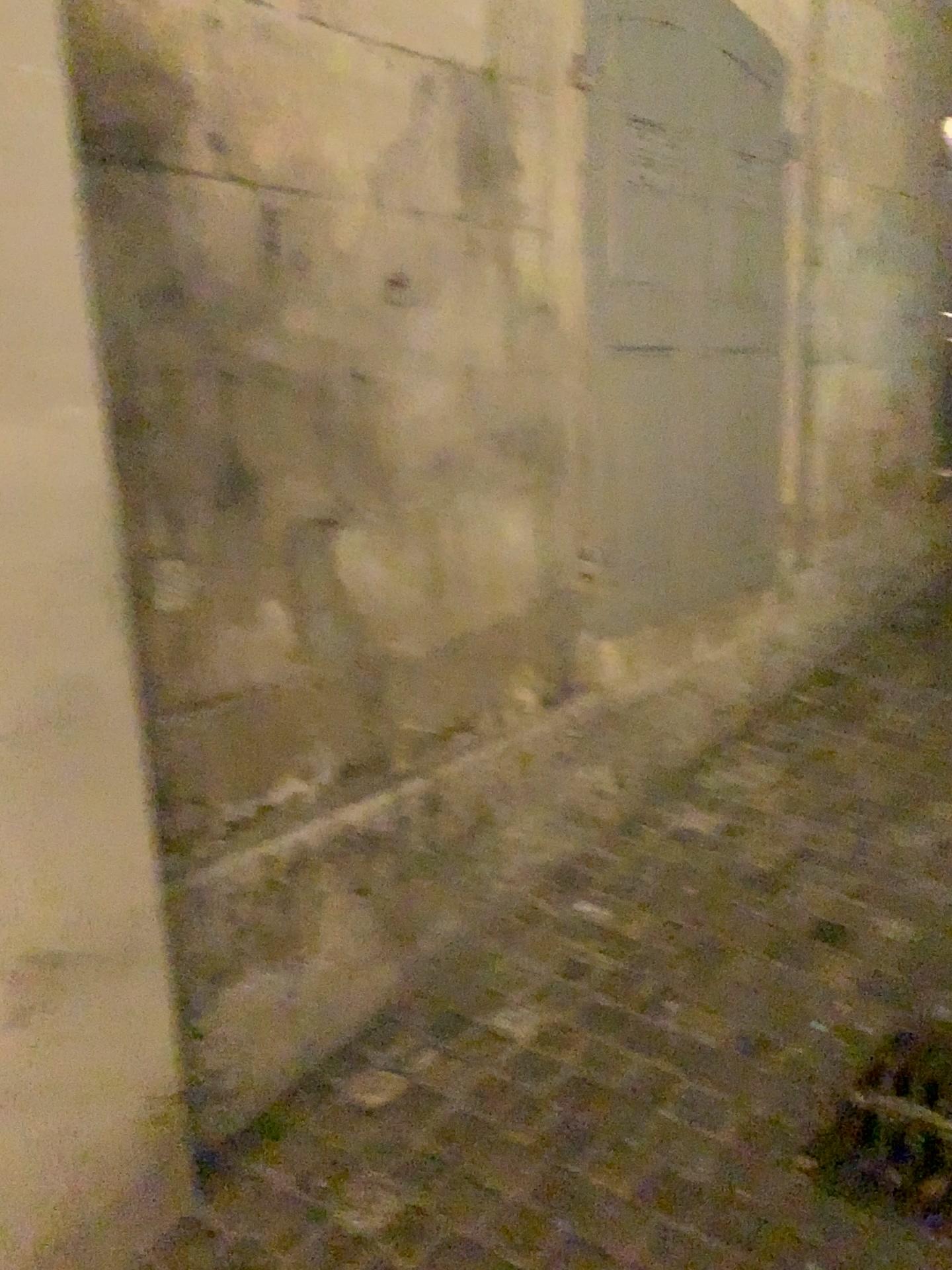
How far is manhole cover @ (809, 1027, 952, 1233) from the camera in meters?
Result: 1.8 m

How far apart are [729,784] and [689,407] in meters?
1.2

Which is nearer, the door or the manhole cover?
the manhole cover

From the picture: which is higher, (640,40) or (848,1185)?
(640,40)

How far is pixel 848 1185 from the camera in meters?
1.8

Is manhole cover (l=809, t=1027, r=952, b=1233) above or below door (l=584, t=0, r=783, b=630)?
below

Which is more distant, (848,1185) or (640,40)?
(640,40)
